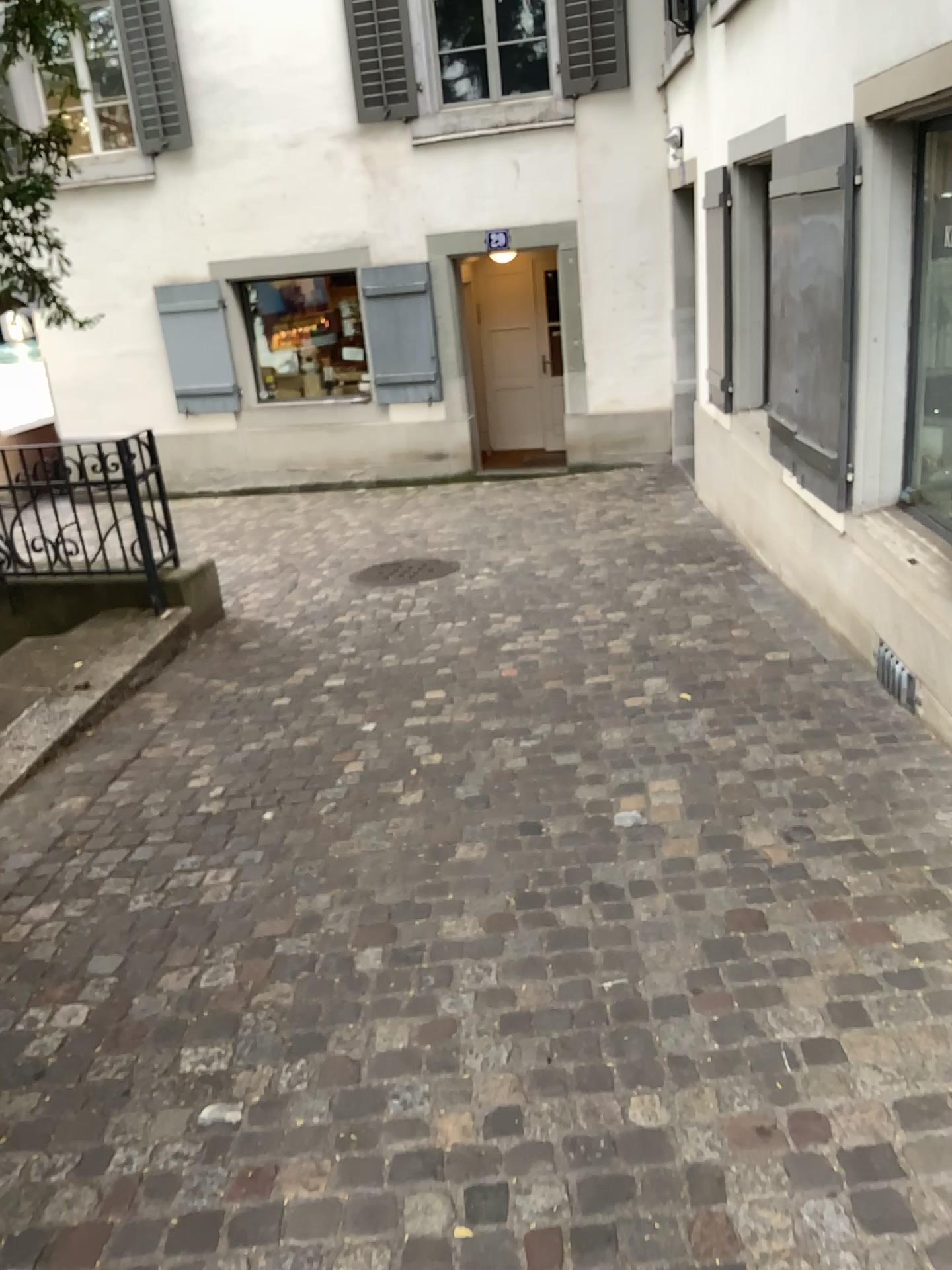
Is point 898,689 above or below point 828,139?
below

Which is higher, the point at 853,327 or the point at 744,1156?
the point at 853,327

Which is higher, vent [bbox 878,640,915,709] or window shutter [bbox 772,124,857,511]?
window shutter [bbox 772,124,857,511]
